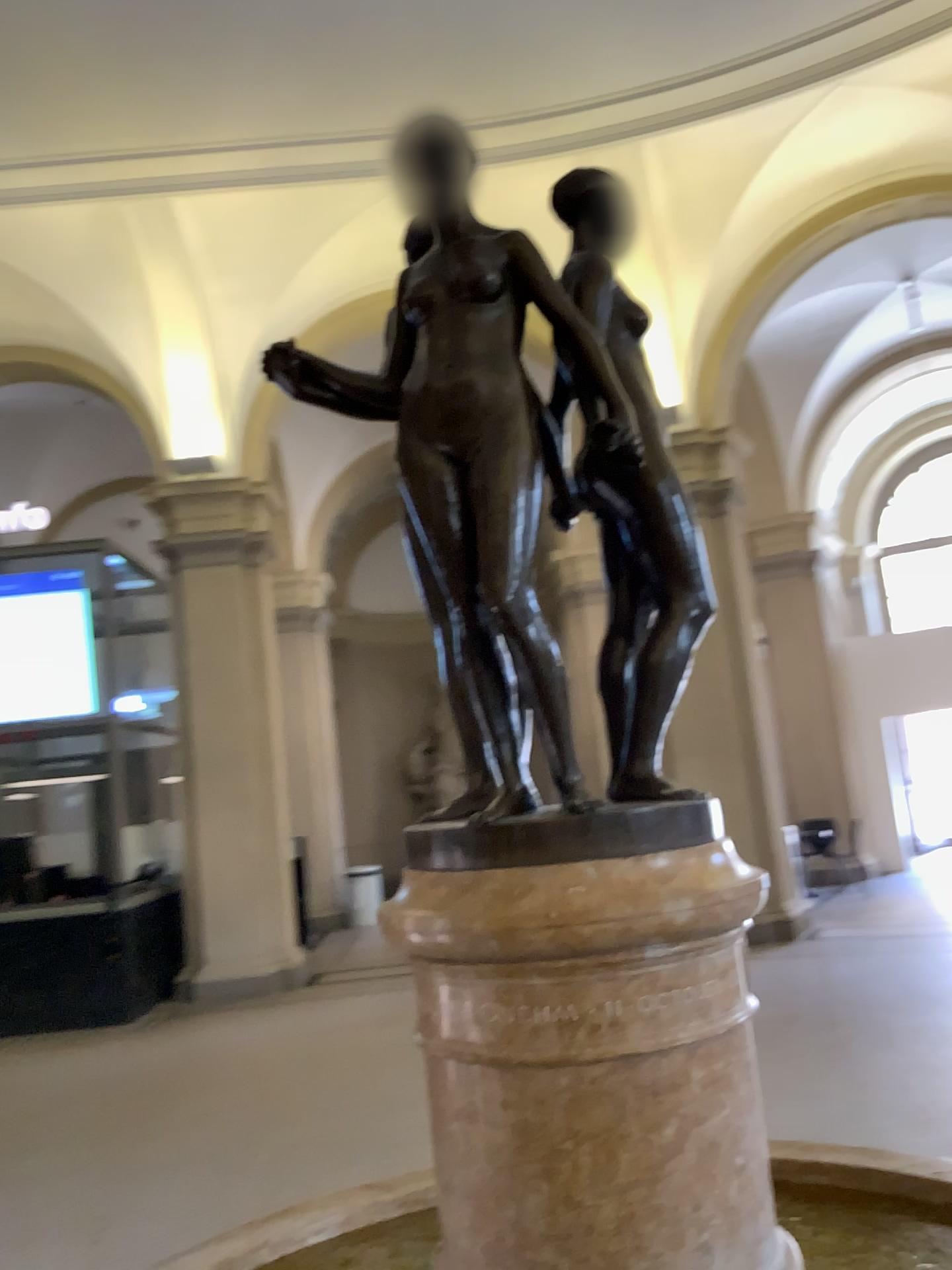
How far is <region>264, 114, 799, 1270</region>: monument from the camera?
1.3m

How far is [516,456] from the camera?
1.4m

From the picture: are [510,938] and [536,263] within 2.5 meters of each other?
yes

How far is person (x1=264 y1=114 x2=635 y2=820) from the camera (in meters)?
1.37

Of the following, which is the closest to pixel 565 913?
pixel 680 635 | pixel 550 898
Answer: pixel 550 898

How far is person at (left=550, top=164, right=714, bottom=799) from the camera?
1.49m

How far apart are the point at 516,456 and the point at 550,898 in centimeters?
55cm

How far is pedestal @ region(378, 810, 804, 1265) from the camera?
1.3m
